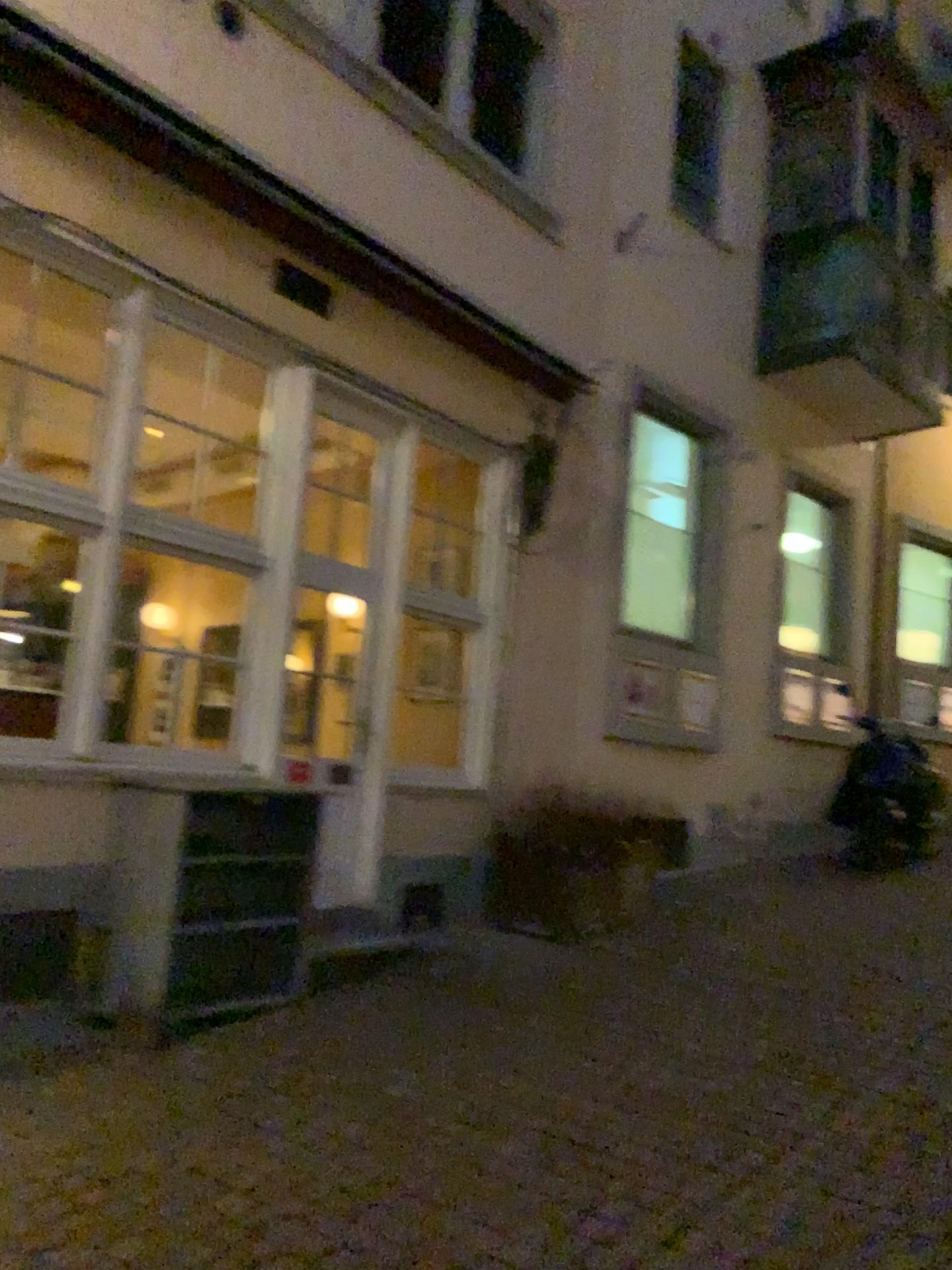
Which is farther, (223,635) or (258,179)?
(223,635)
